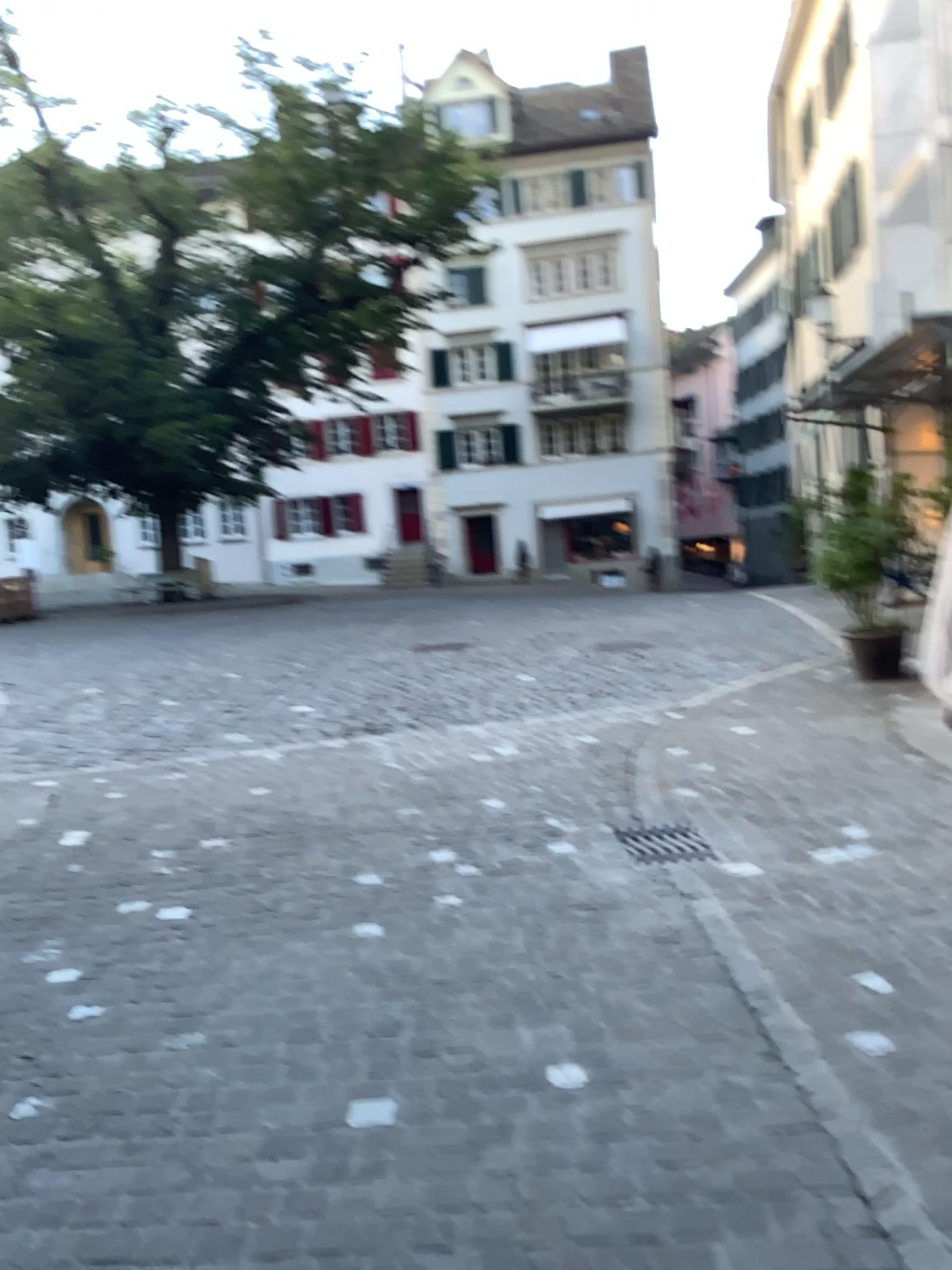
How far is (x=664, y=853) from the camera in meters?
4.3 m

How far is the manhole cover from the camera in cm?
430

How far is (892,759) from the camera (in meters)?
5.33
